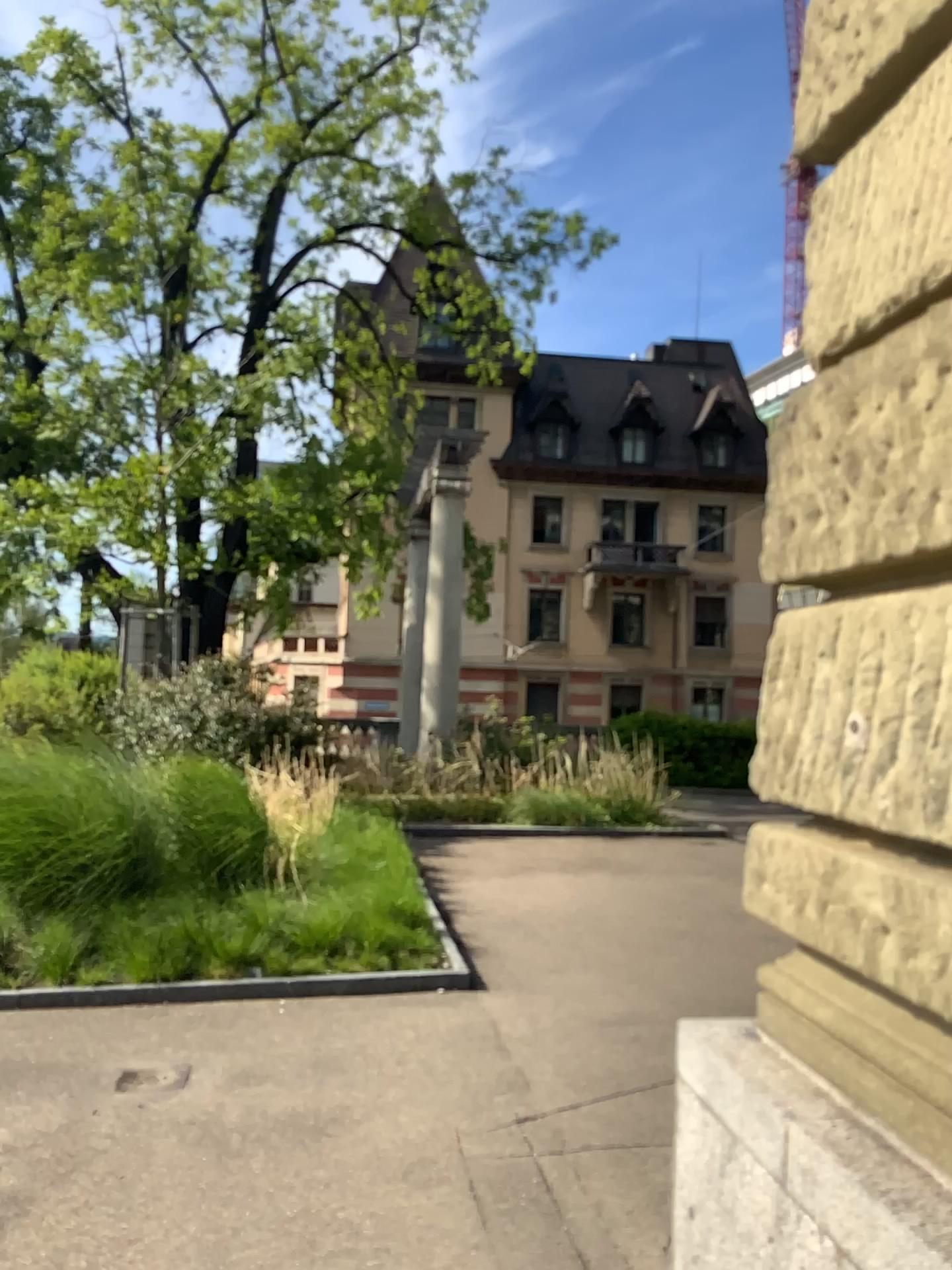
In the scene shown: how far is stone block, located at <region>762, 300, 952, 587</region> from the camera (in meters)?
1.89

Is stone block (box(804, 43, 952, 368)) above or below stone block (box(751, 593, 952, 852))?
above

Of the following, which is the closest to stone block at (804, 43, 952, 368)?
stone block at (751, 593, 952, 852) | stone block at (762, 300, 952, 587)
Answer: stone block at (762, 300, 952, 587)

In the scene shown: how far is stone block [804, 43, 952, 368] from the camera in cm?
195

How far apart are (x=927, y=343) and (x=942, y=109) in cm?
46

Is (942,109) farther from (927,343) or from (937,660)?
(937,660)

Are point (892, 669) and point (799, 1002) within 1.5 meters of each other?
yes

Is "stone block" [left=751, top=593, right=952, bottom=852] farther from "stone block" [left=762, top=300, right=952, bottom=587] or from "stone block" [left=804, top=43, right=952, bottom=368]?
"stone block" [left=804, top=43, right=952, bottom=368]

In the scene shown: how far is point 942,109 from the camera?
2.0m
